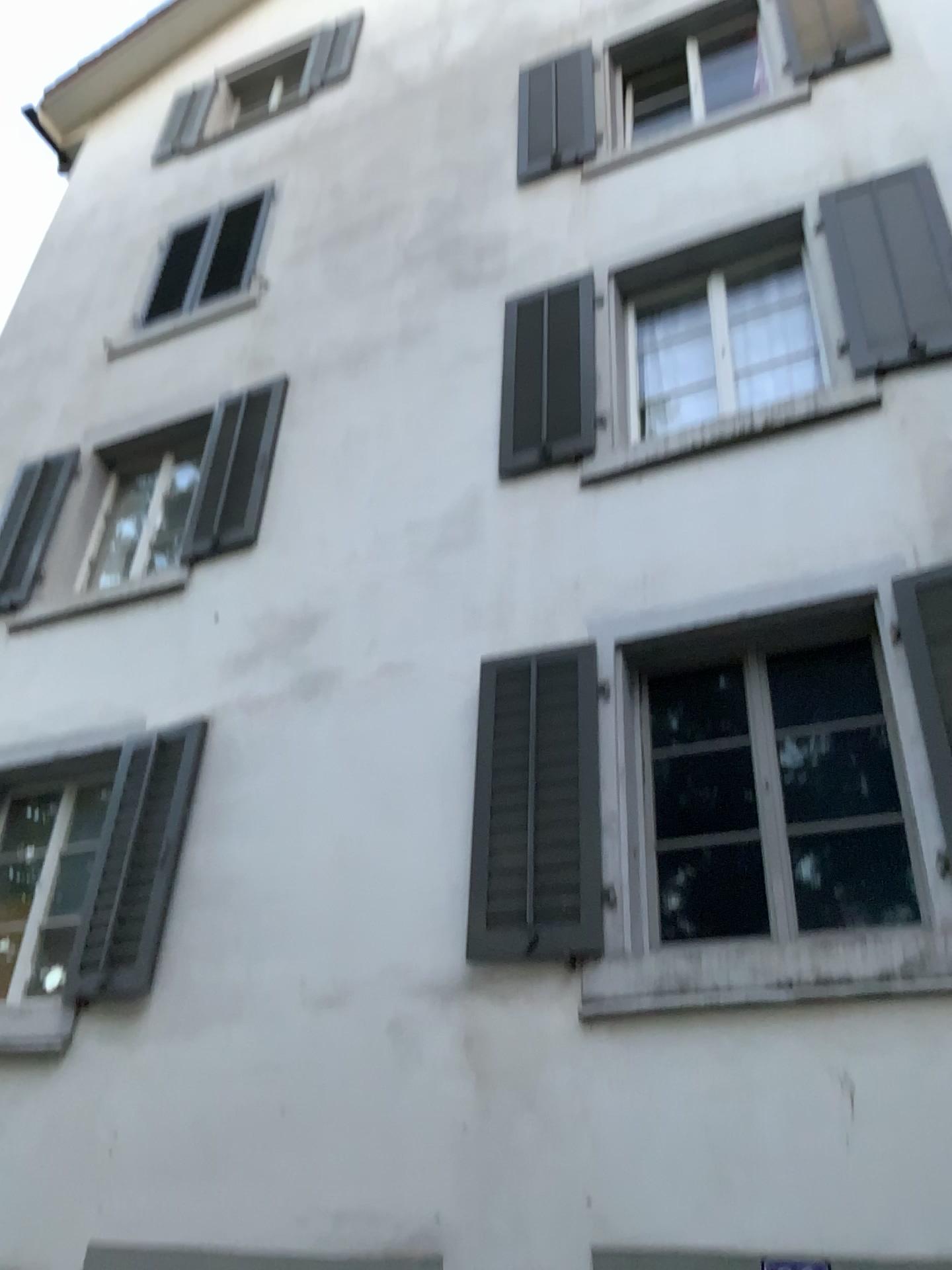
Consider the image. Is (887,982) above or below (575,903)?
below

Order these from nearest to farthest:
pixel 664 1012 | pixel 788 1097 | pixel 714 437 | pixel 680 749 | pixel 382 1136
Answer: pixel 788 1097 < pixel 664 1012 < pixel 382 1136 < pixel 680 749 < pixel 714 437

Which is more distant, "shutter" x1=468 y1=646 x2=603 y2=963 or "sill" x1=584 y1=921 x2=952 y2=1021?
"shutter" x1=468 y1=646 x2=603 y2=963

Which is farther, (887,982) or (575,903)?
(575,903)
